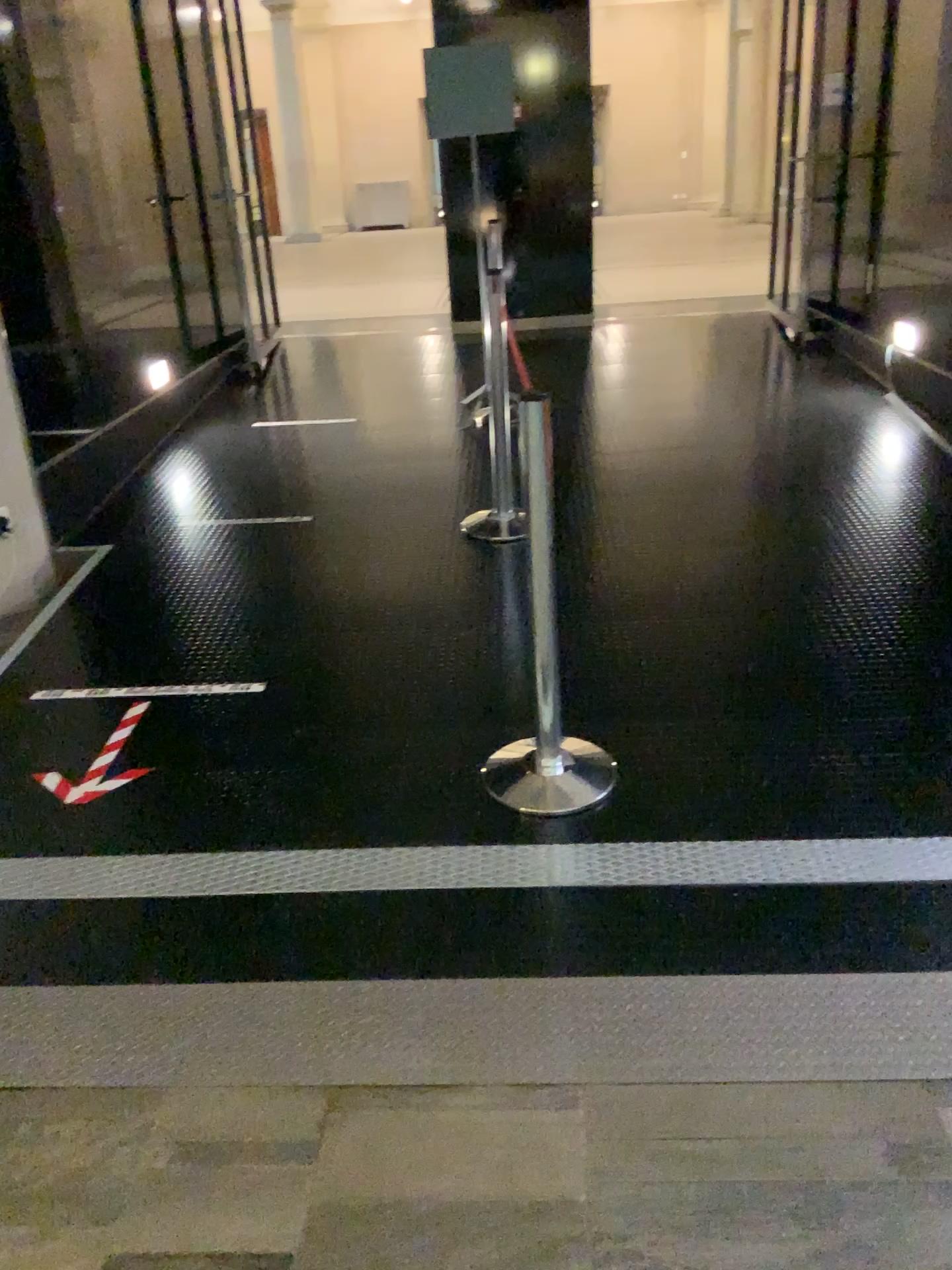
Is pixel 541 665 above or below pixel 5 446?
below

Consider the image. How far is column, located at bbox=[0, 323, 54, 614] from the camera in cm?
407

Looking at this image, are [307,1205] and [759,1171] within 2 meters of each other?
yes

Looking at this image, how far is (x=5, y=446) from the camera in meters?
4.1 m

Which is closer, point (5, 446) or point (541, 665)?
point (541, 665)

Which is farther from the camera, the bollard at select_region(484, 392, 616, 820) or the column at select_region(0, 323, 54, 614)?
the column at select_region(0, 323, 54, 614)
